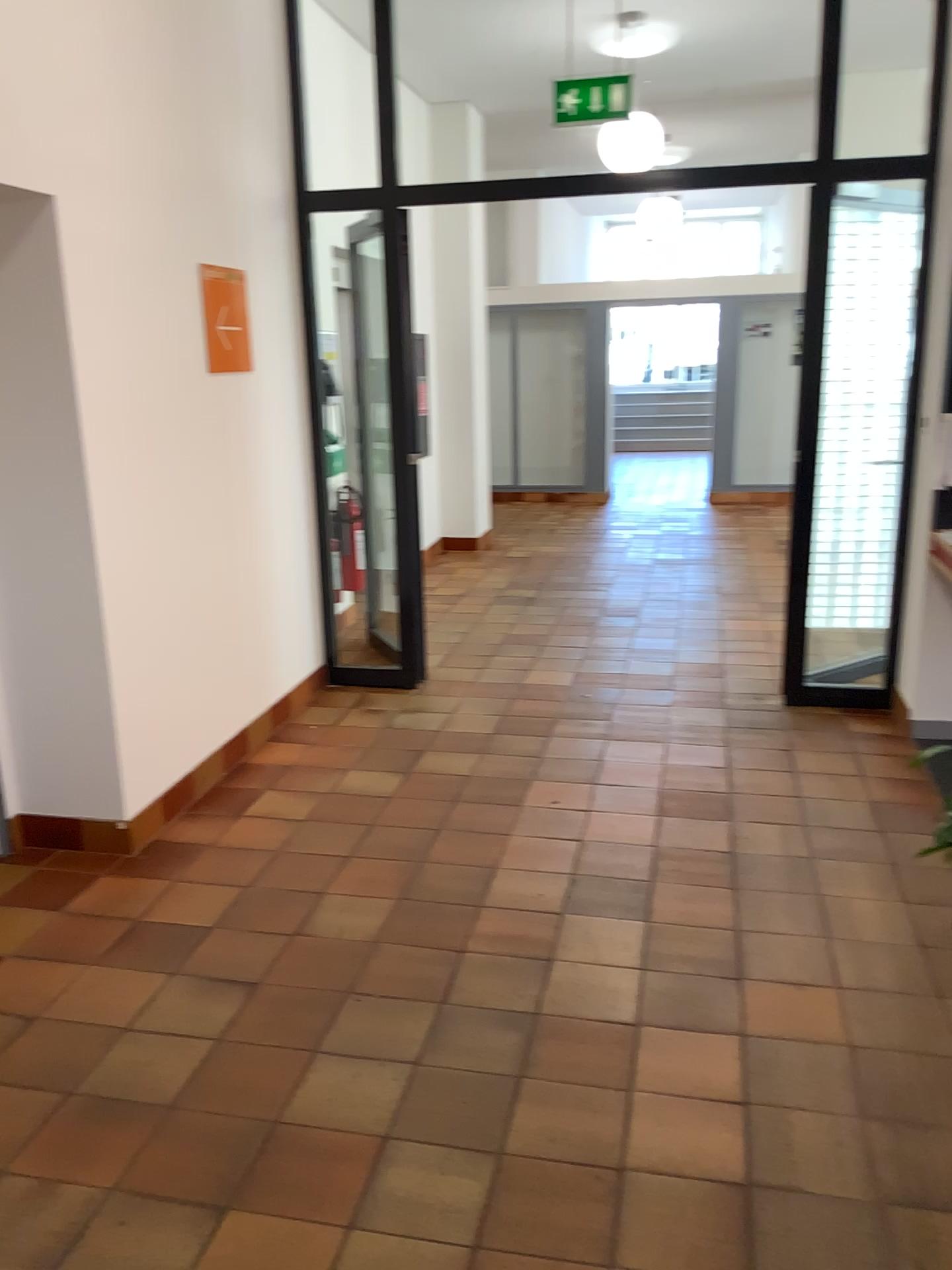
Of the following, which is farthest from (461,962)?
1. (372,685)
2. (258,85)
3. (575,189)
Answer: (258,85)

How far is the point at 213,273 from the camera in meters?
4.1 m

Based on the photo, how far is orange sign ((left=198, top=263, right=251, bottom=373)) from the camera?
4.1 meters
